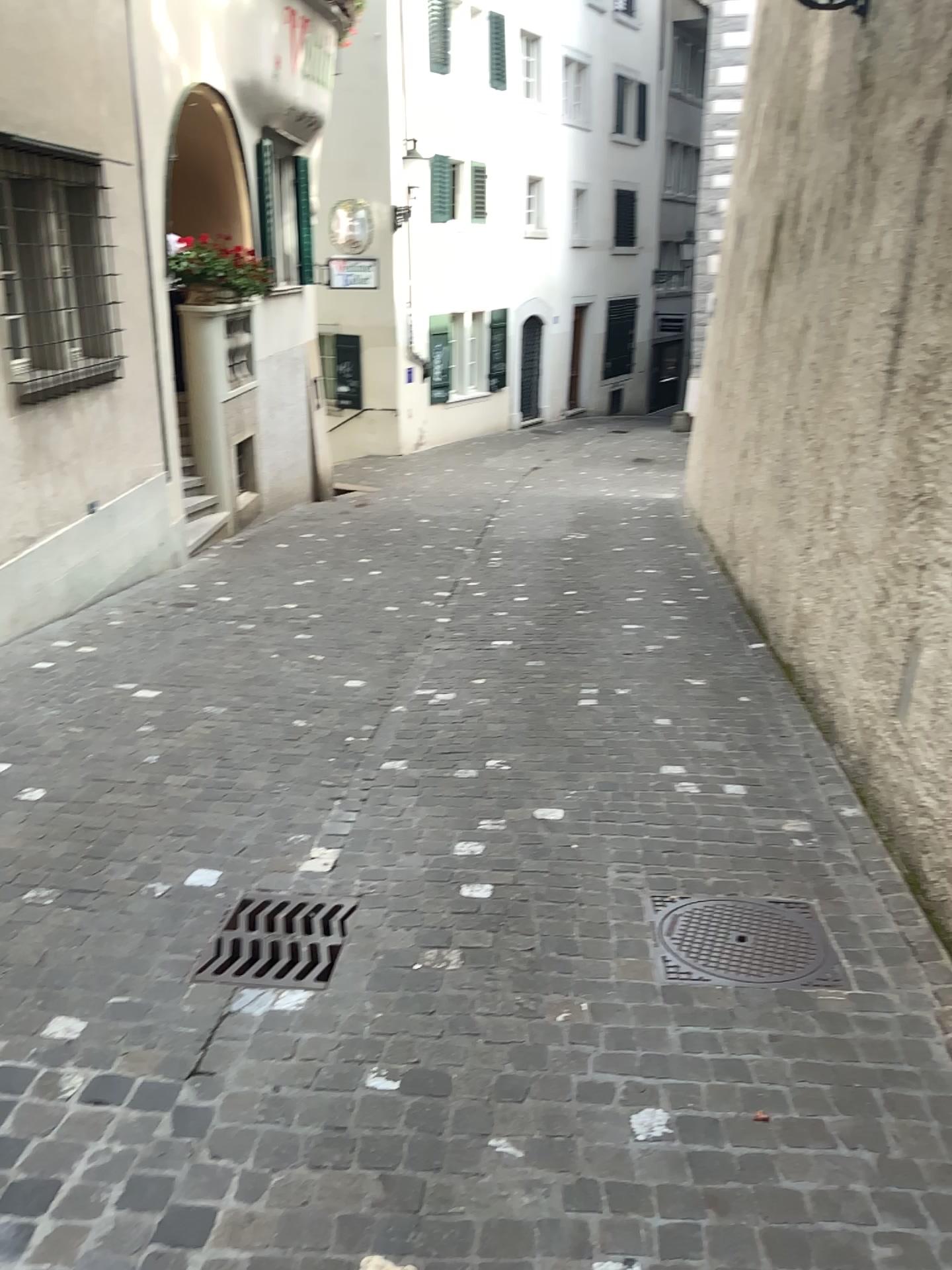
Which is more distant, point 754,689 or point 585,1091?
point 754,689

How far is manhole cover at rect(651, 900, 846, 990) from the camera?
2.88m

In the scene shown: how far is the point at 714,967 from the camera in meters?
2.9 m
